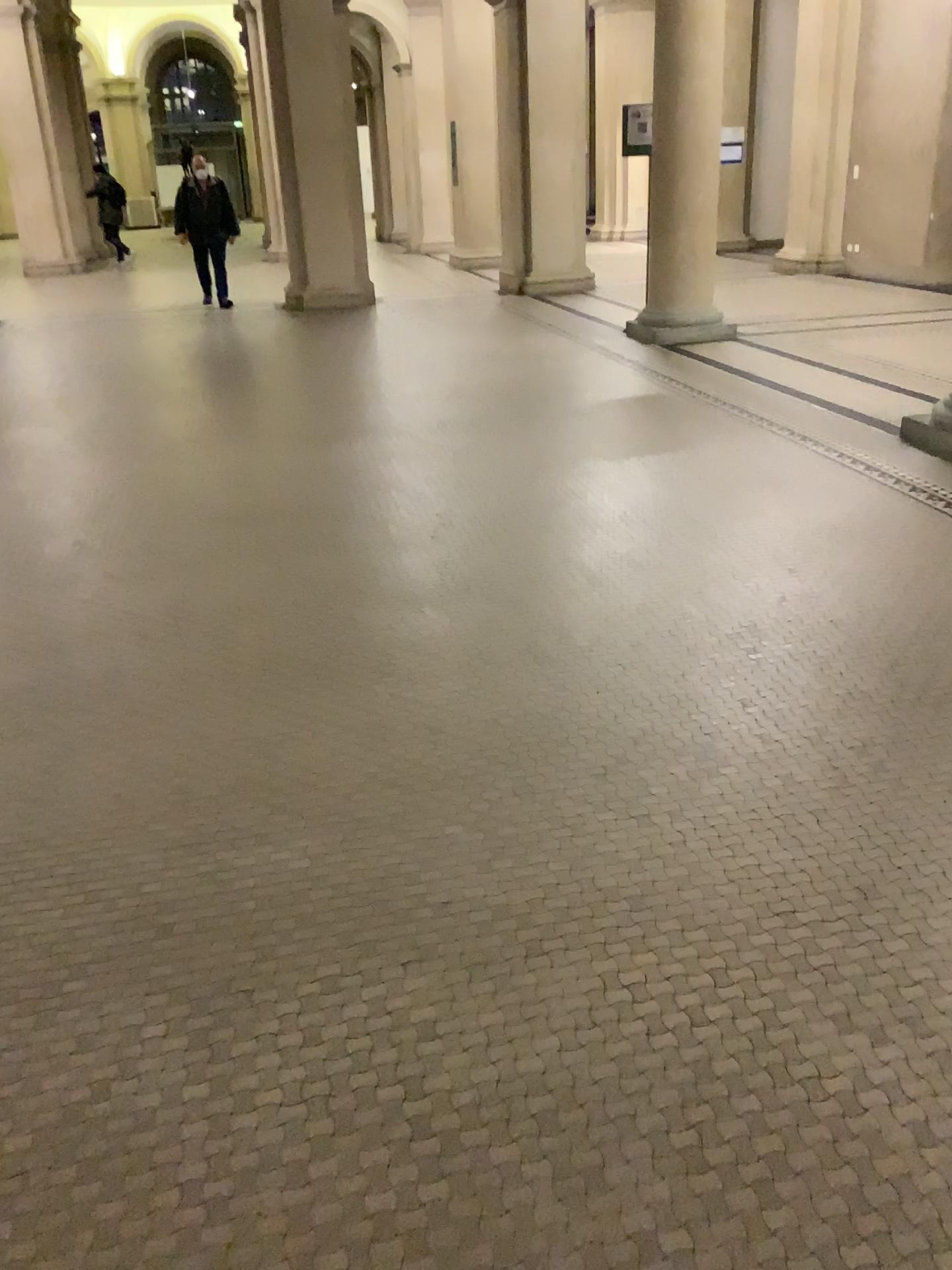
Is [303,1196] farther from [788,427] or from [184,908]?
[788,427]
